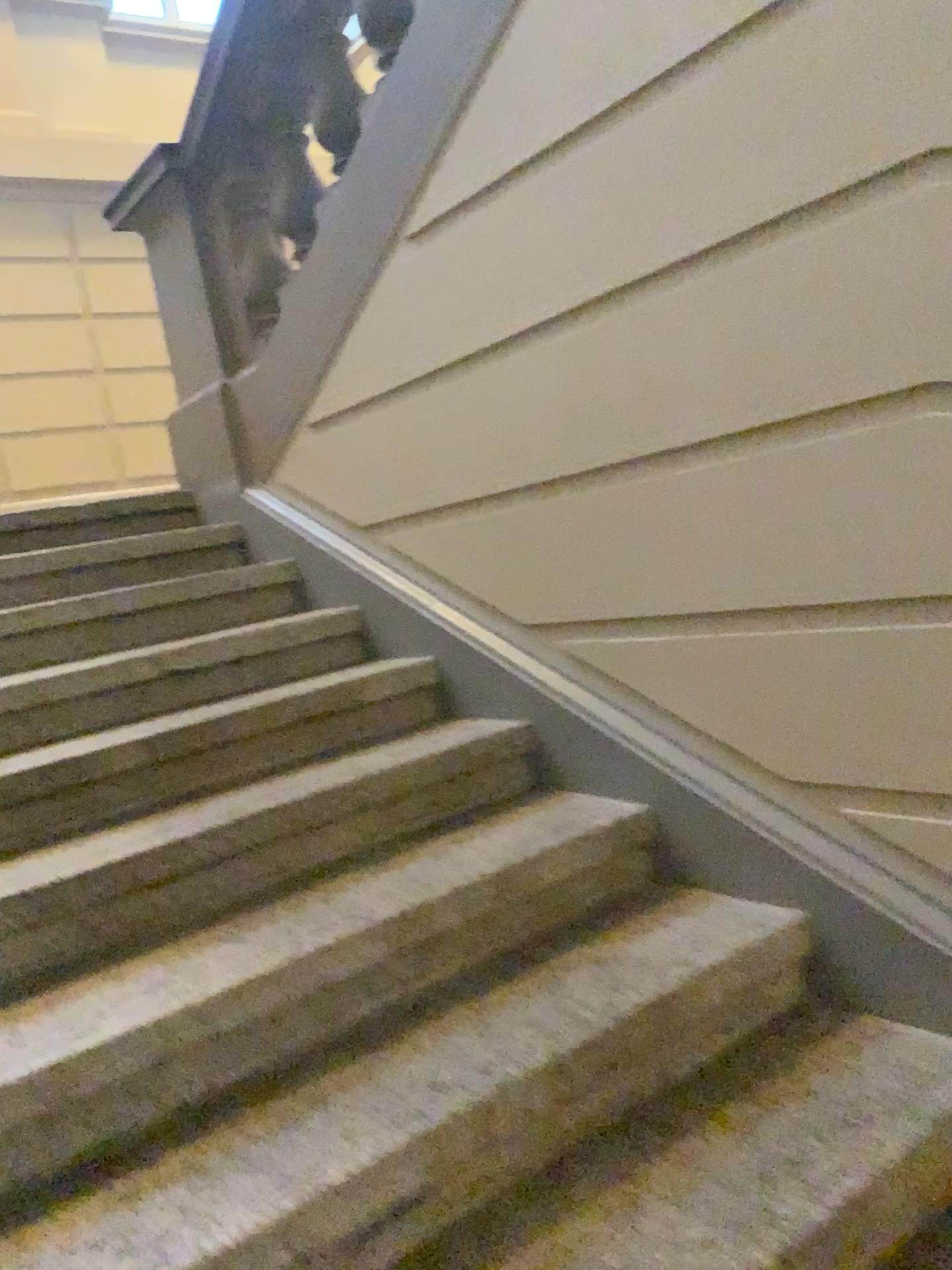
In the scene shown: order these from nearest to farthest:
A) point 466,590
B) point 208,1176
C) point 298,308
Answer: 1. point 208,1176
2. point 466,590
3. point 298,308
